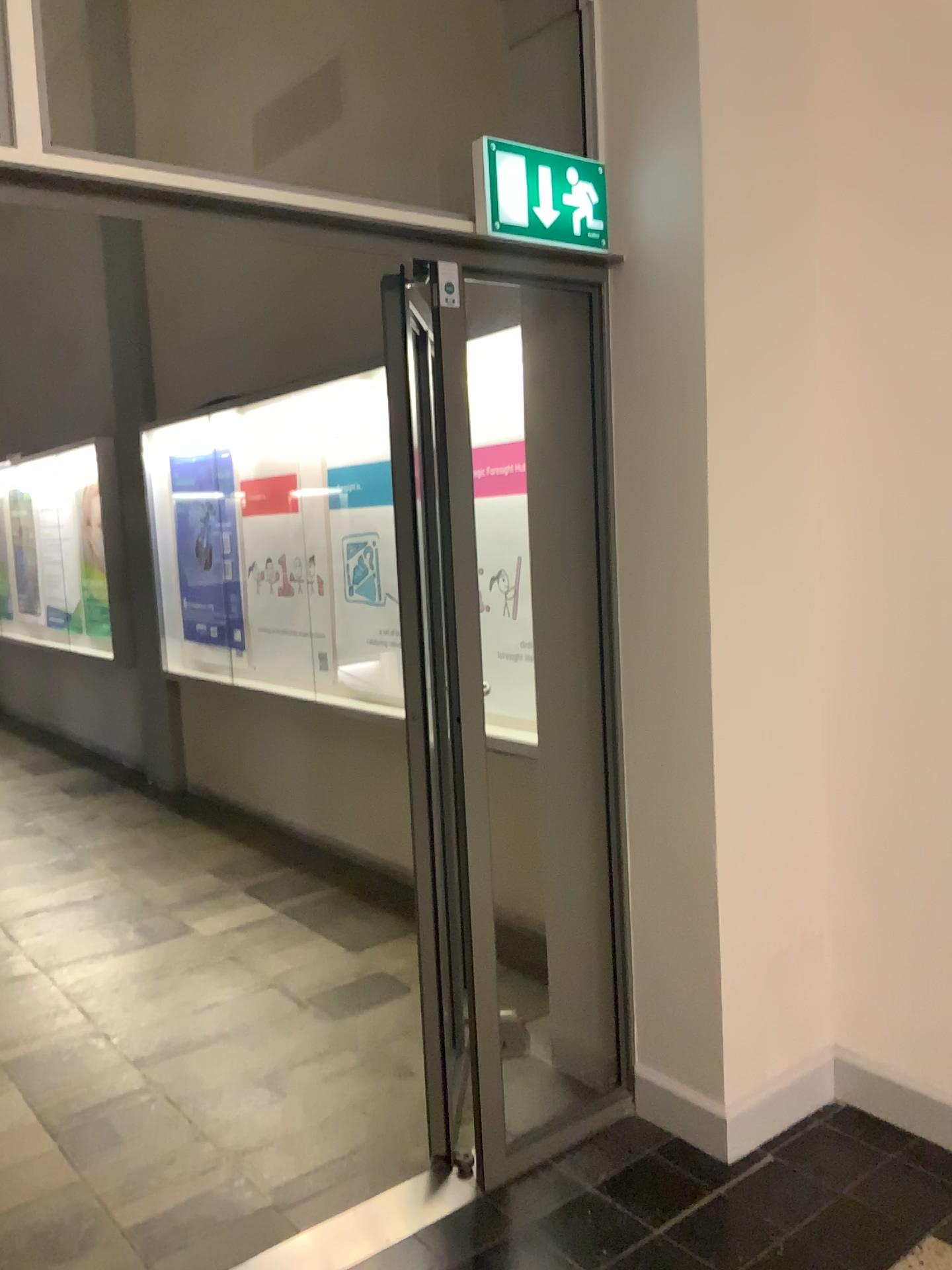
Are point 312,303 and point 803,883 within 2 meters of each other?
no

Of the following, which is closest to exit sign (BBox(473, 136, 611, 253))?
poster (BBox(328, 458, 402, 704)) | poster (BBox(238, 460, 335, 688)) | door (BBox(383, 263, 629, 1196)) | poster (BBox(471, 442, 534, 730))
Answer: door (BBox(383, 263, 629, 1196))

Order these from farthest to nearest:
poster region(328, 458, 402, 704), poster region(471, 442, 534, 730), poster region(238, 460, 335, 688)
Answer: poster region(238, 460, 335, 688) → poster region(328, 458, 402, 704) → poster region(471, 442, 534, 730)

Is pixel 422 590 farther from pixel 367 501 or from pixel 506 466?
pixel 367 501

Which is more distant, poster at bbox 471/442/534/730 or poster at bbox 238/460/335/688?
poster at bbox 238/460/335/688

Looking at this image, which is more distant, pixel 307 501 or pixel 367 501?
pixel 307 501

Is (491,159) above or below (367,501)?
Answer: above

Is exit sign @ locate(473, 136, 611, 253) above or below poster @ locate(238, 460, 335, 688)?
above

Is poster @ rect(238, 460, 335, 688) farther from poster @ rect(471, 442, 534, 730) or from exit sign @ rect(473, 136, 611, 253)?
exit sign @ rect(473, 136, 611, 253)

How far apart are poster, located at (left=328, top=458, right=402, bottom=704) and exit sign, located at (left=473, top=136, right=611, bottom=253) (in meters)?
2.02
